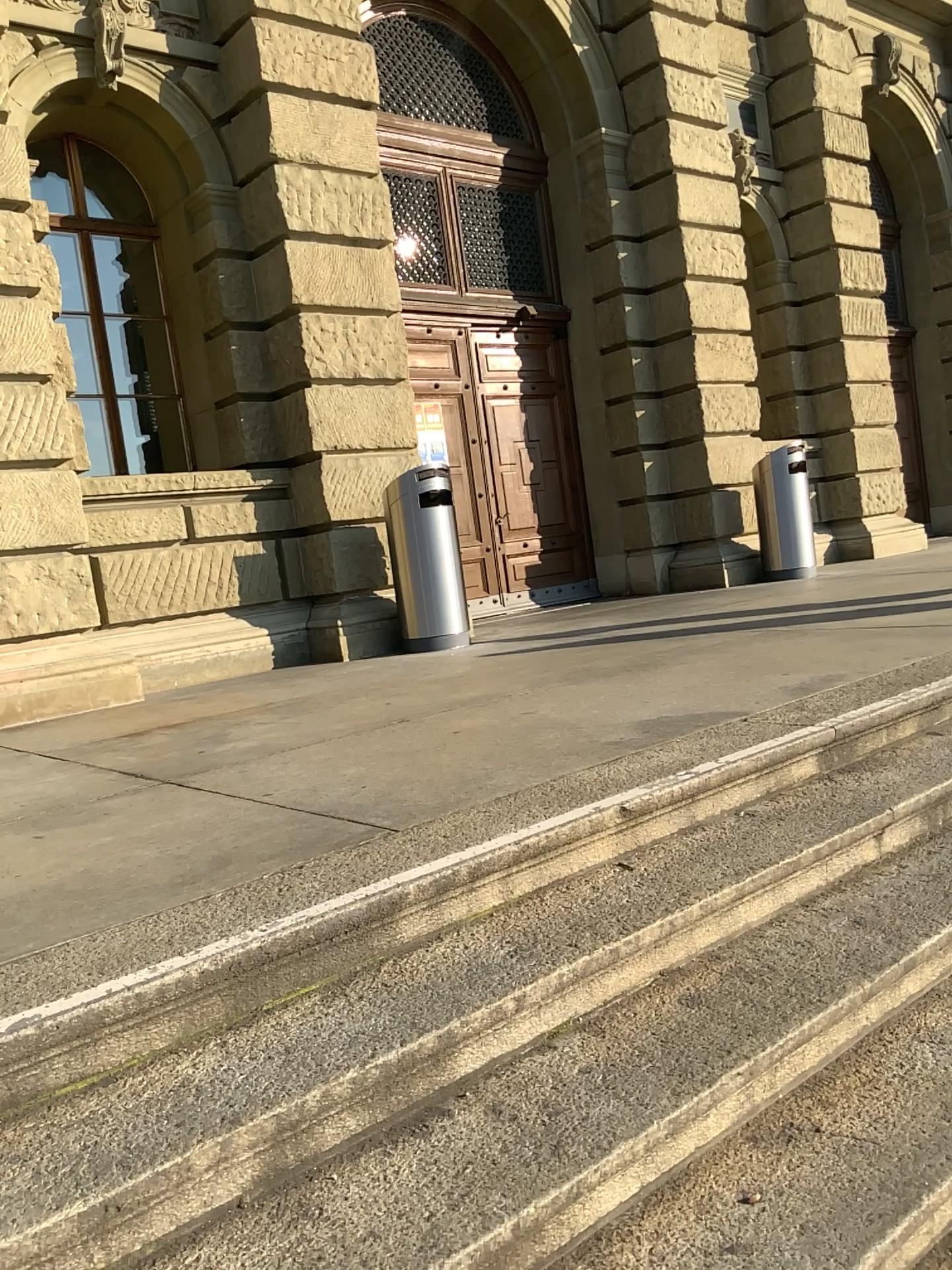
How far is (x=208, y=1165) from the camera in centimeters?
155cm
